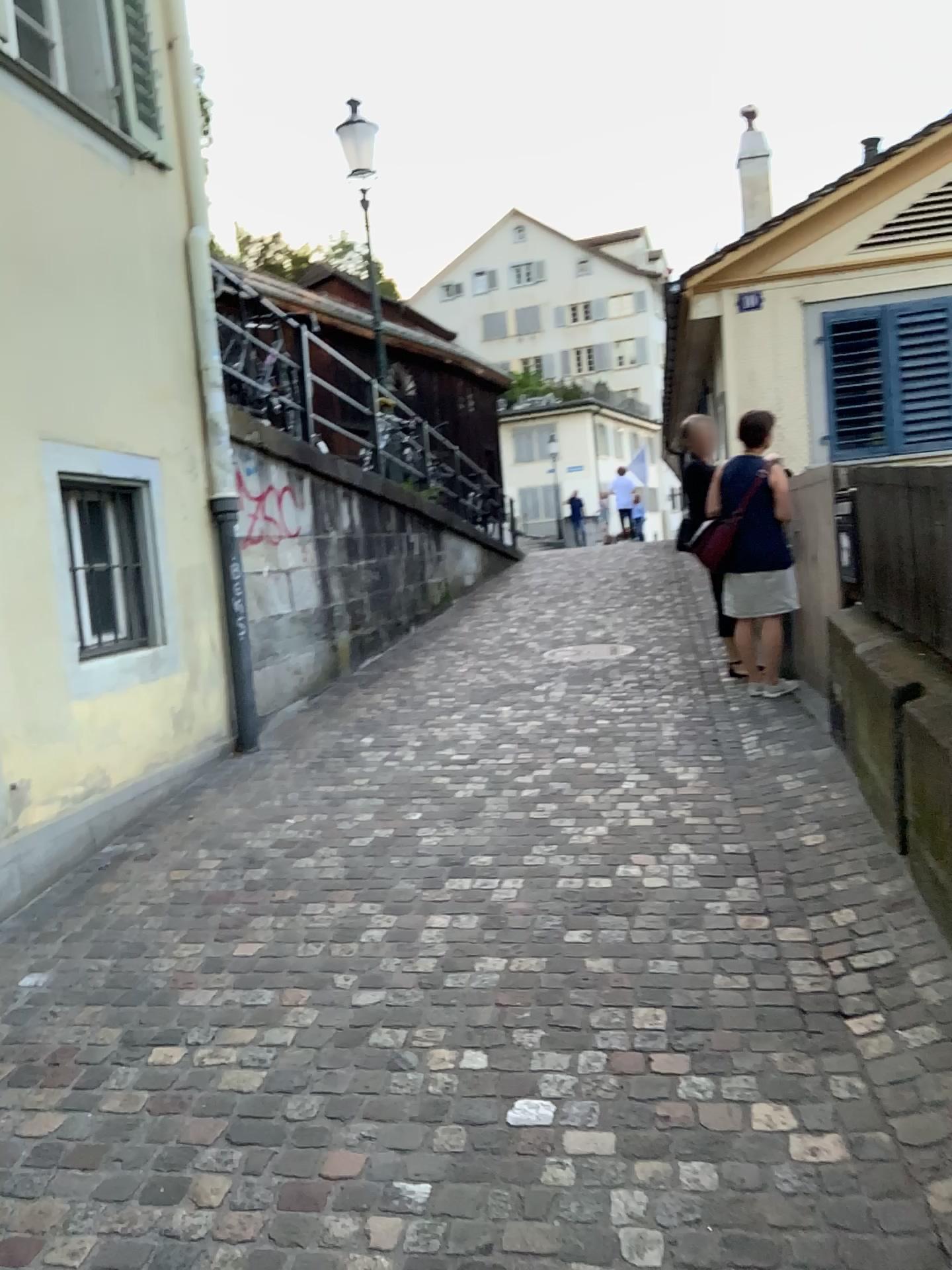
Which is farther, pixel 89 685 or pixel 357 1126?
pixel 89 685
